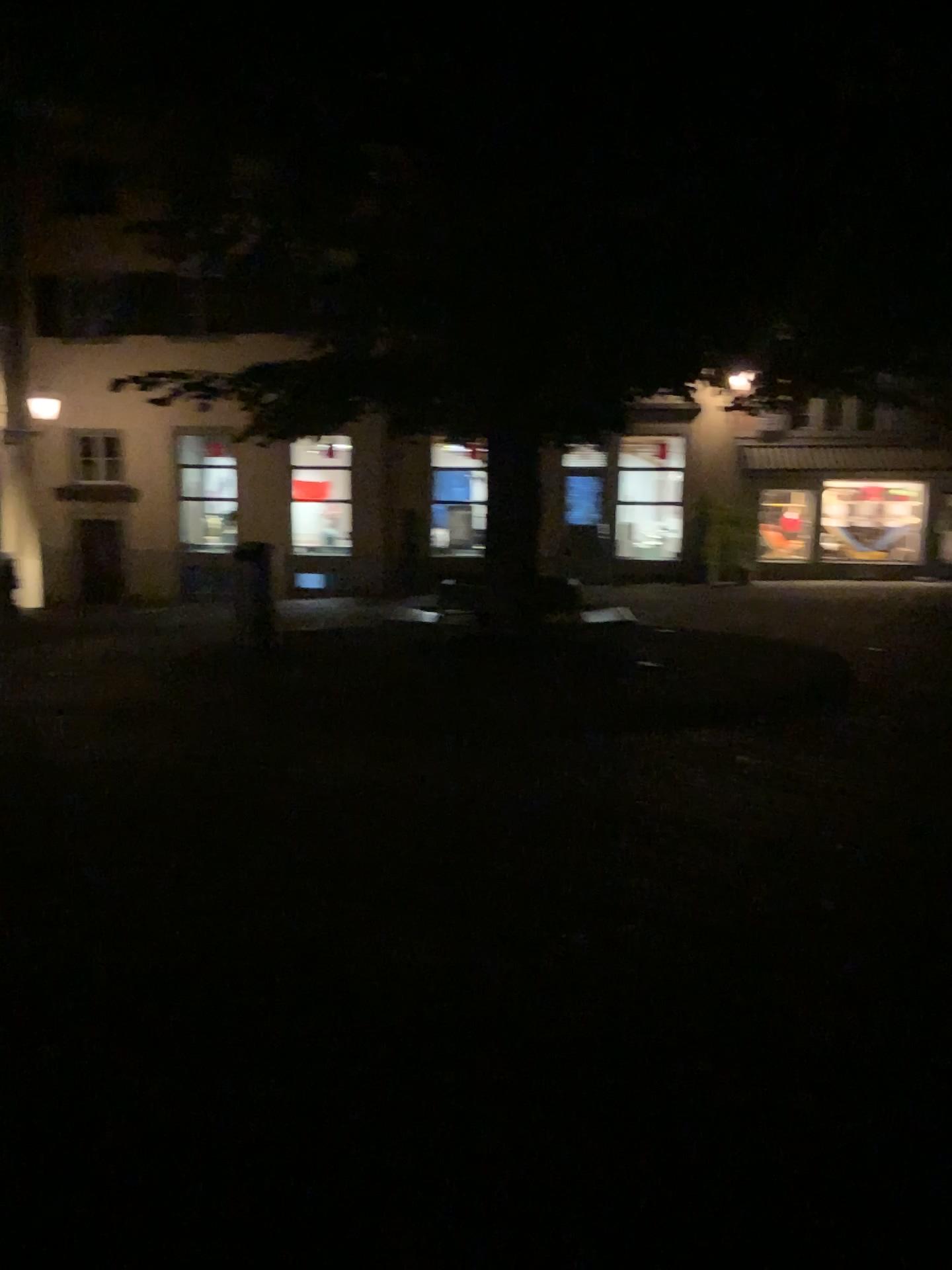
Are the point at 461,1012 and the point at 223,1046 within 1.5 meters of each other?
yes
